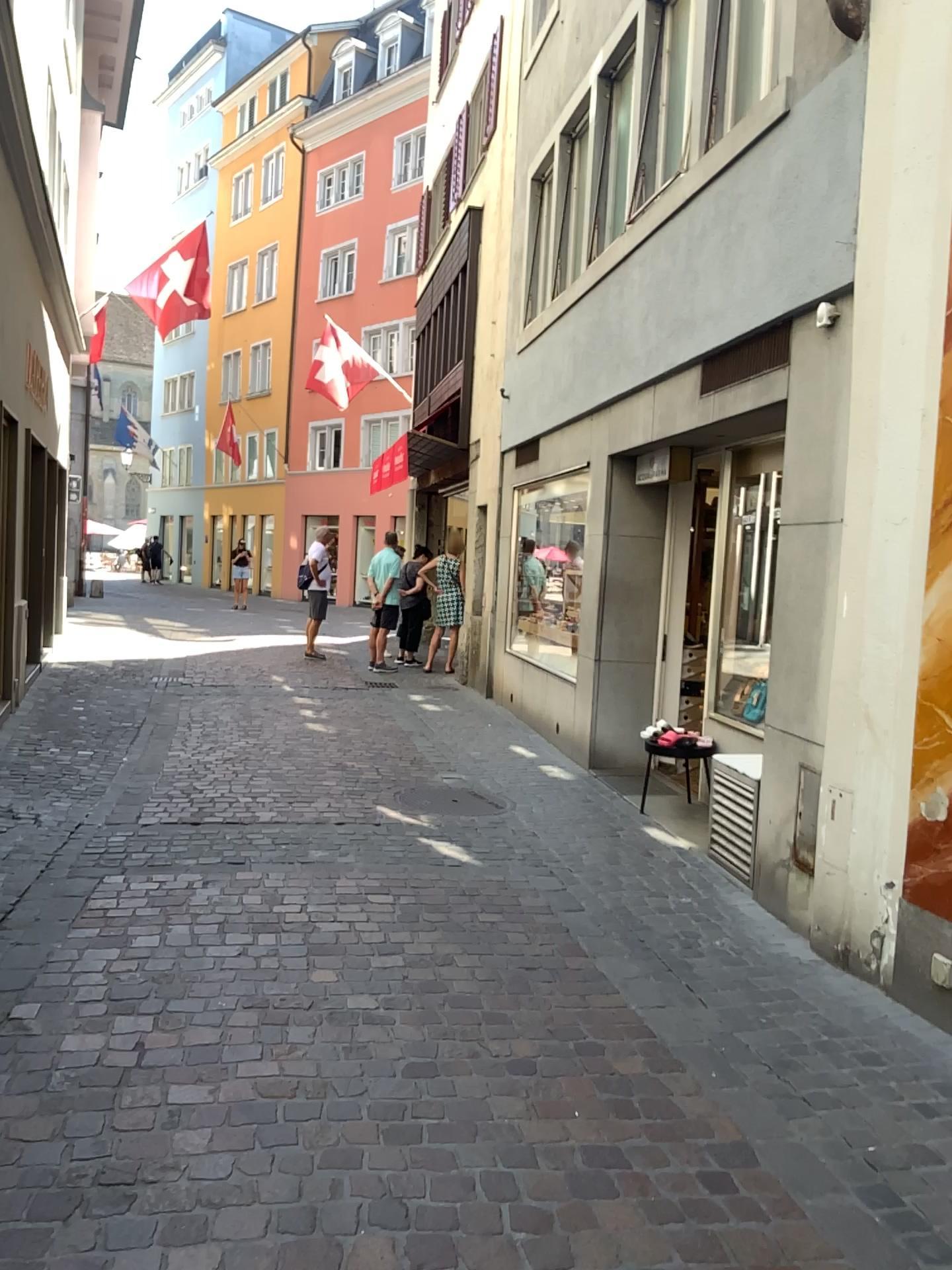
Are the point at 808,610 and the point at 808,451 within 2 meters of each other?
yes
